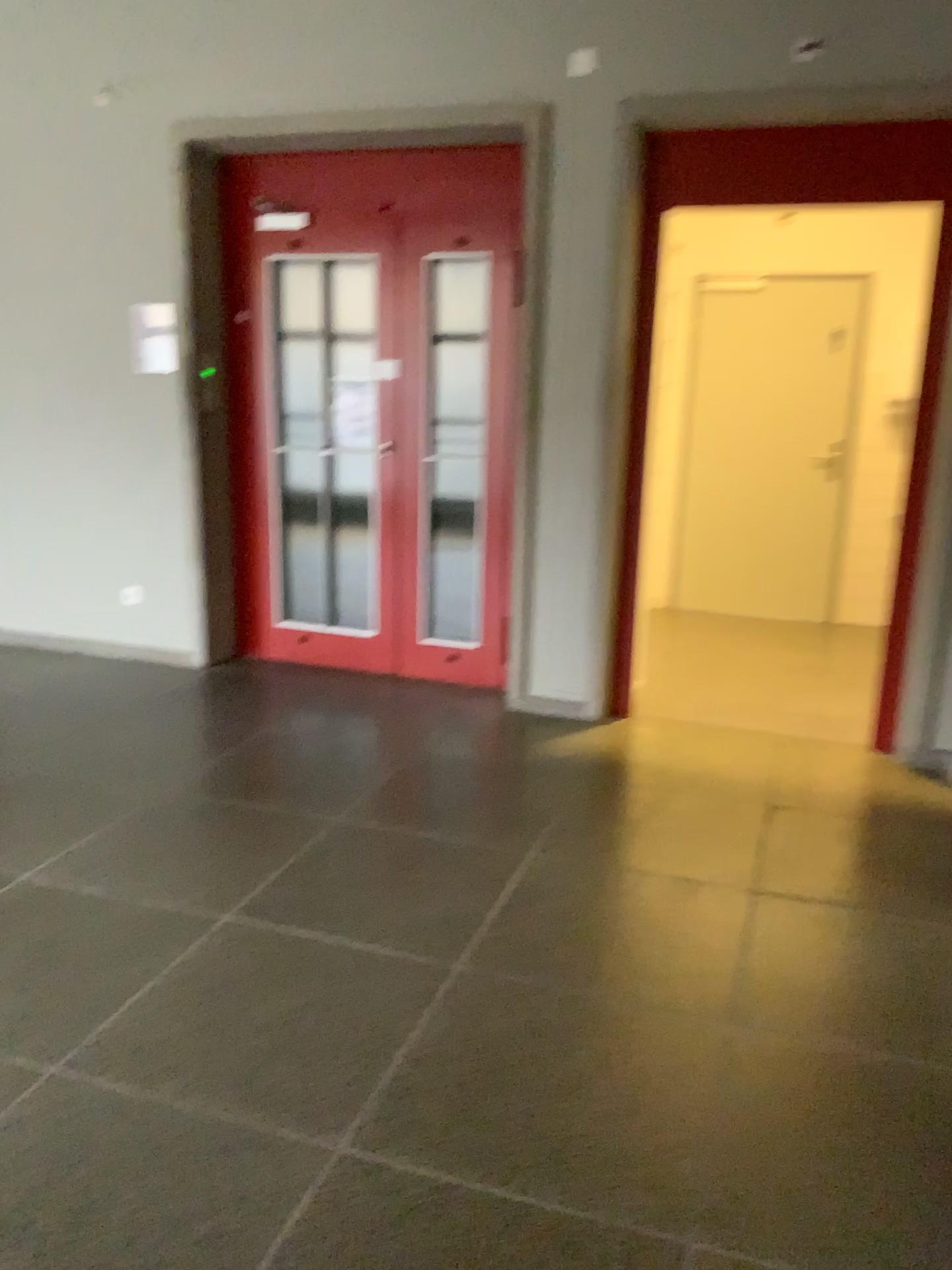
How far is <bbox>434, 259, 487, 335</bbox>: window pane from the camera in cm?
462

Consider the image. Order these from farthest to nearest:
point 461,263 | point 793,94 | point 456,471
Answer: point 456,471 → point 461,263 → point 793,94

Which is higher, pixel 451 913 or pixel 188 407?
pixel 188 407

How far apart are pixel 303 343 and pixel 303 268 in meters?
0.3 m

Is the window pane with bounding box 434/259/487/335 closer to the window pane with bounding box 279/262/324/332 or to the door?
the door

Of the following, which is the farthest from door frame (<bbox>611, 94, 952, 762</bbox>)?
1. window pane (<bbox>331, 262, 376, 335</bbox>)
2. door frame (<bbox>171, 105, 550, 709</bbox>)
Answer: window pane (<bbox>331, 262, 376, 335</bbox>)

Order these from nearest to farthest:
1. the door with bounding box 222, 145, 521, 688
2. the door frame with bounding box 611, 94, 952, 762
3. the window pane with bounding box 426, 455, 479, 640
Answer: the door frame with bounding box 611, 94, 952, 762
the door with bounding box 222, 145, 521, 688
the window pane with bounding box 426, 455, 479, 640

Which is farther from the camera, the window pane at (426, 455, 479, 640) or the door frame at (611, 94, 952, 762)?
the window pane at (426, 455, 479, 640)

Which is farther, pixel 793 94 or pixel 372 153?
pixel 372 153

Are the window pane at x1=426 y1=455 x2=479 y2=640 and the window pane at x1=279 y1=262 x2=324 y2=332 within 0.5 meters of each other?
no
